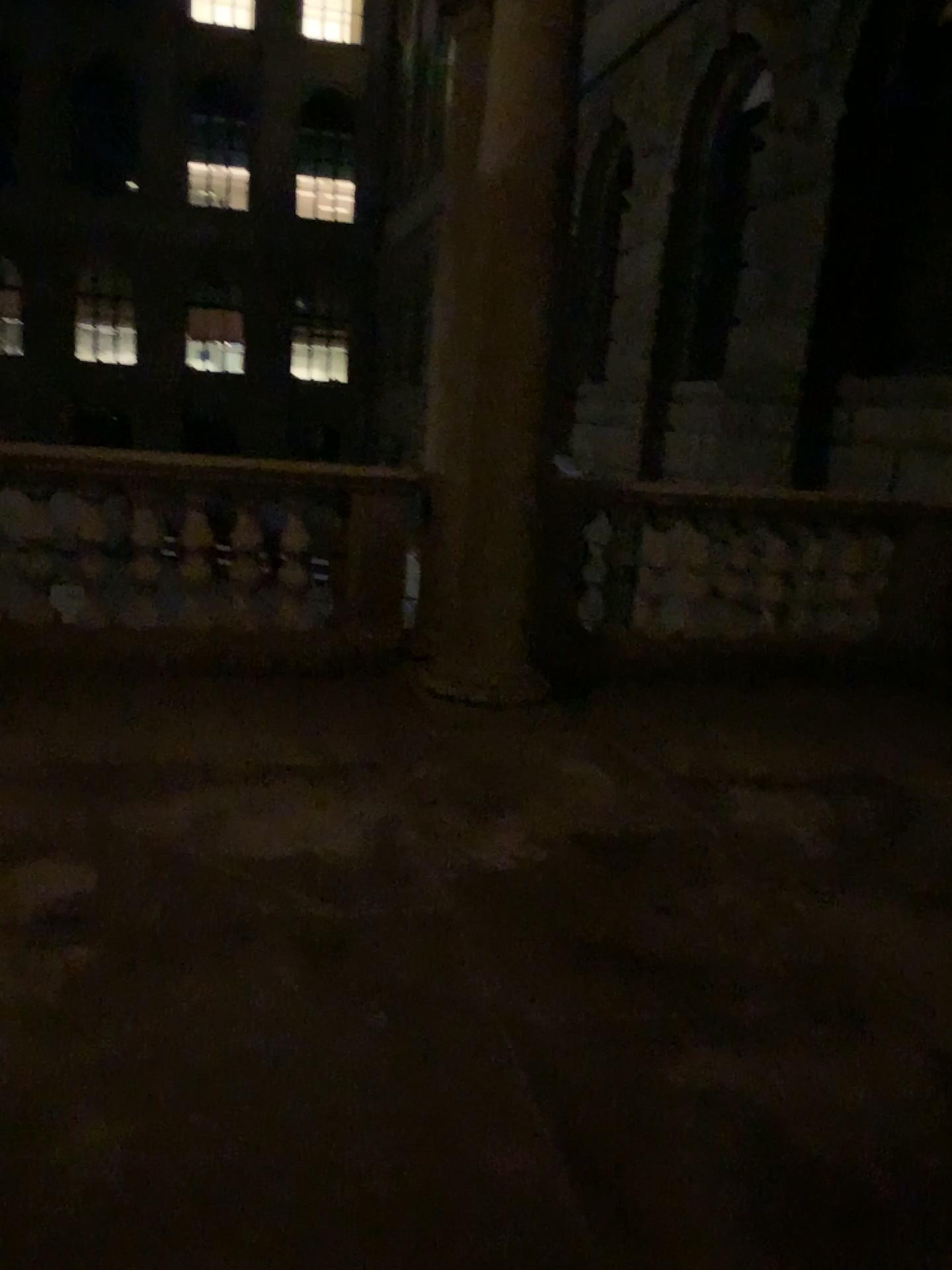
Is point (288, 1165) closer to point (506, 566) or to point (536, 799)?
point (536, 799)
